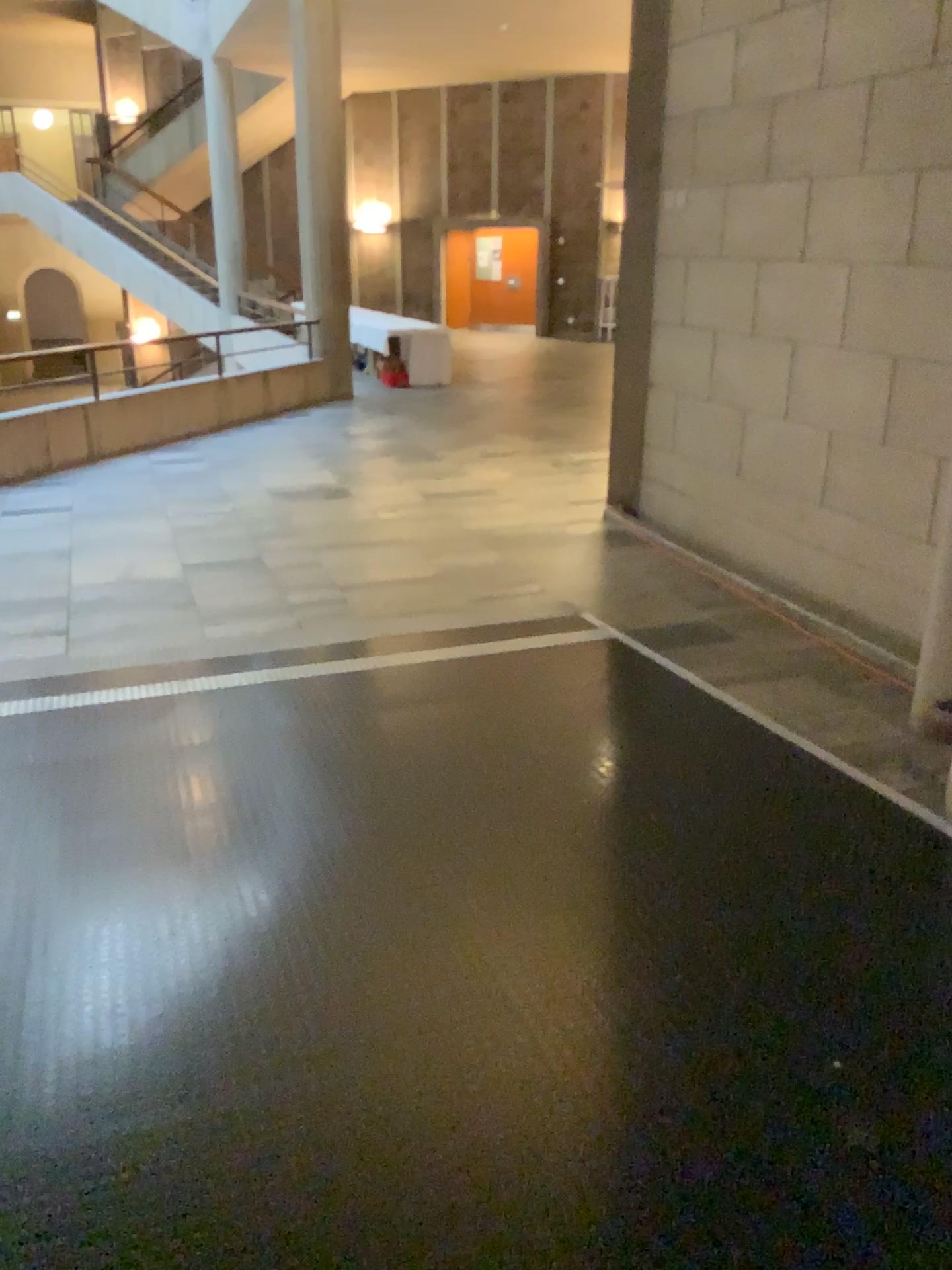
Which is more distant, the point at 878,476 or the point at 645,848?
the point at 878,476
